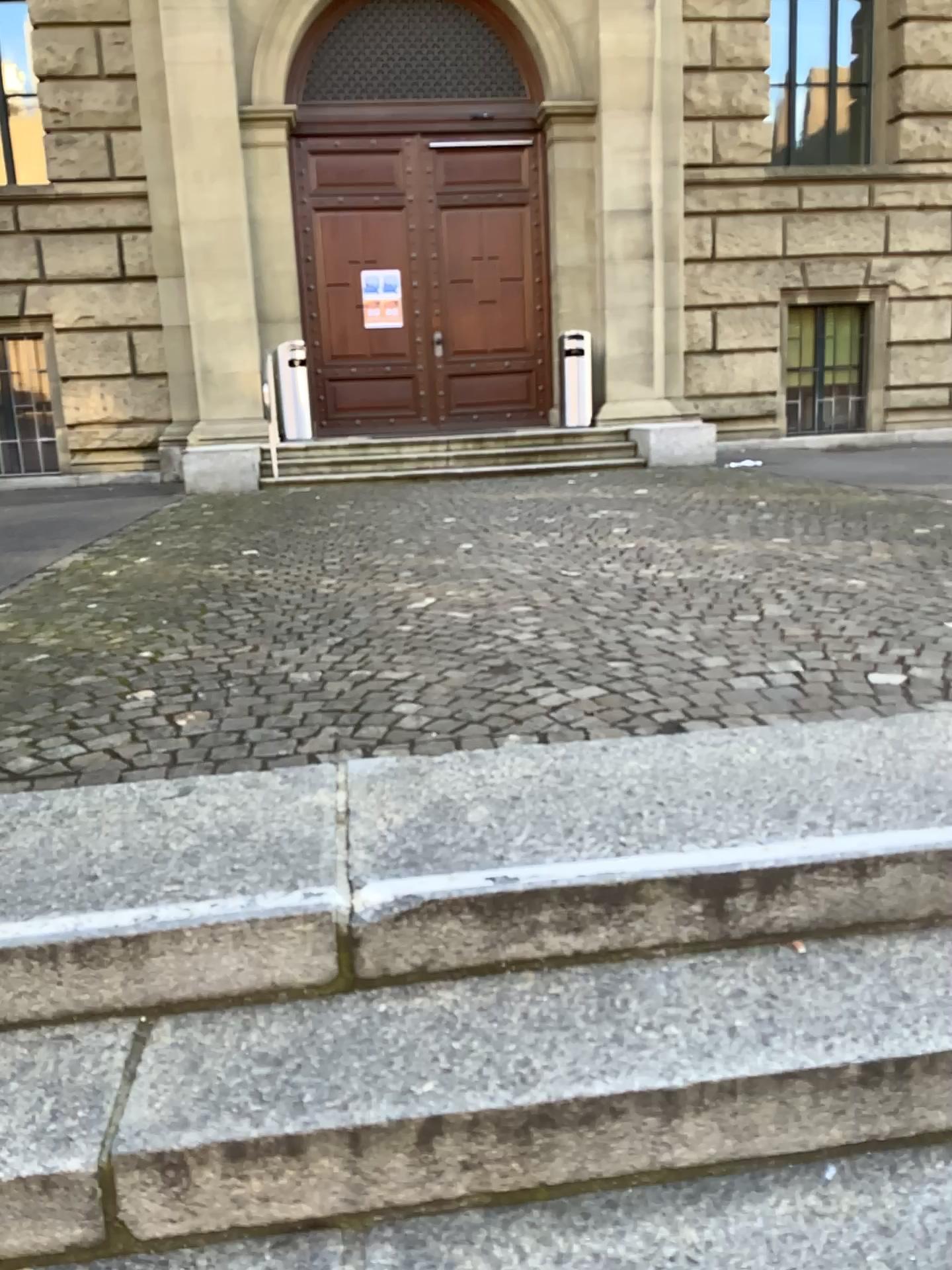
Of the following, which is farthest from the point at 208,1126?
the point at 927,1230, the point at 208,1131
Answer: the point at 927,1230

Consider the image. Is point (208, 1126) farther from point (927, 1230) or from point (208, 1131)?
point (927, 1230)

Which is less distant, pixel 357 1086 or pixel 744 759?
pixel 357 1086

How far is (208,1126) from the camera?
1.4m

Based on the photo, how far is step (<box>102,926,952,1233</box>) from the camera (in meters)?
1.40

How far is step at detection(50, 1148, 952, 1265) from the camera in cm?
135
